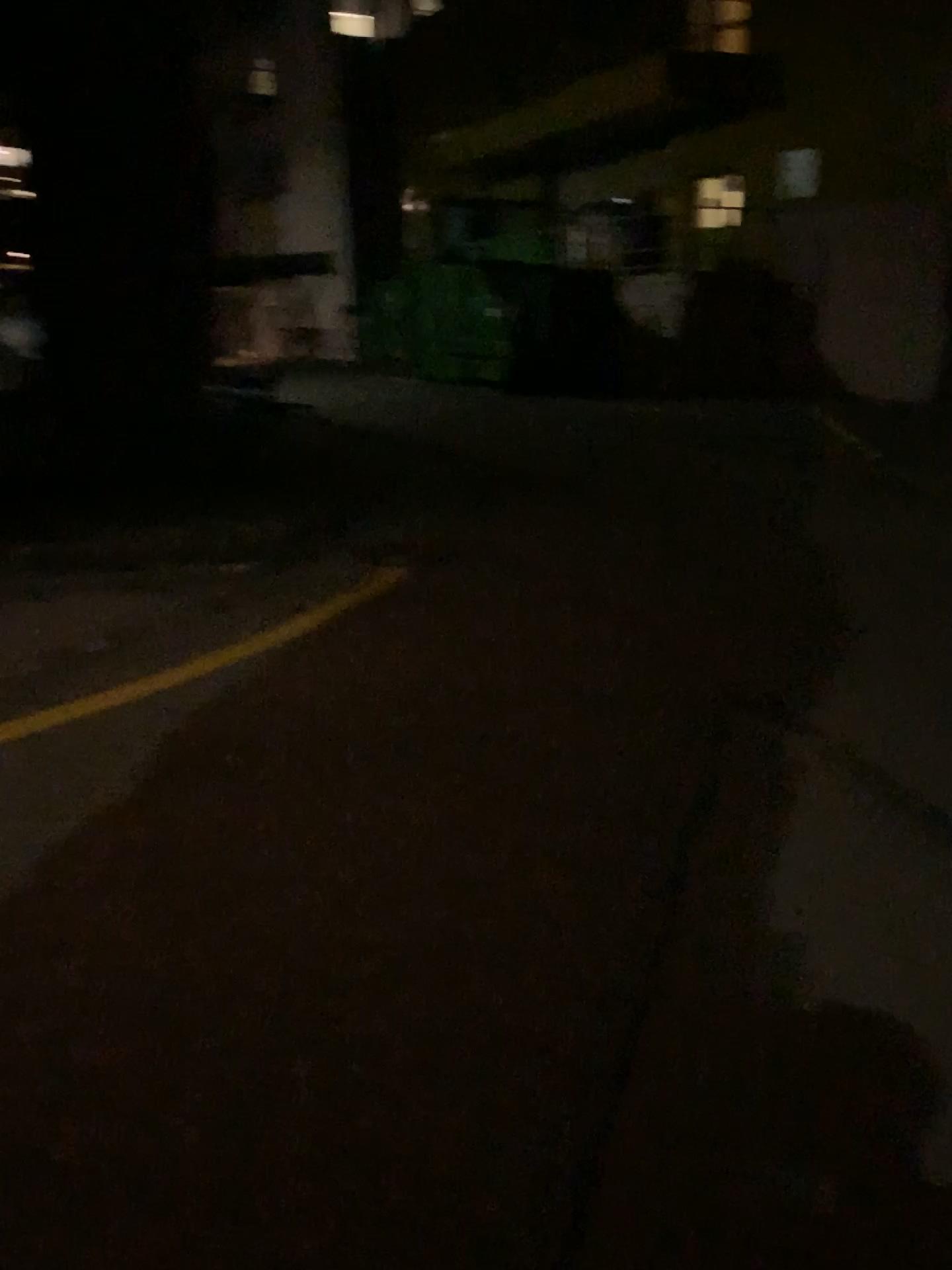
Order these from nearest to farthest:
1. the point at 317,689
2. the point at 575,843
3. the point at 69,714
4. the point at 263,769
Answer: the point at 575,843 < the point at 263,769 < the point at 69,714 < the point at 317,689
